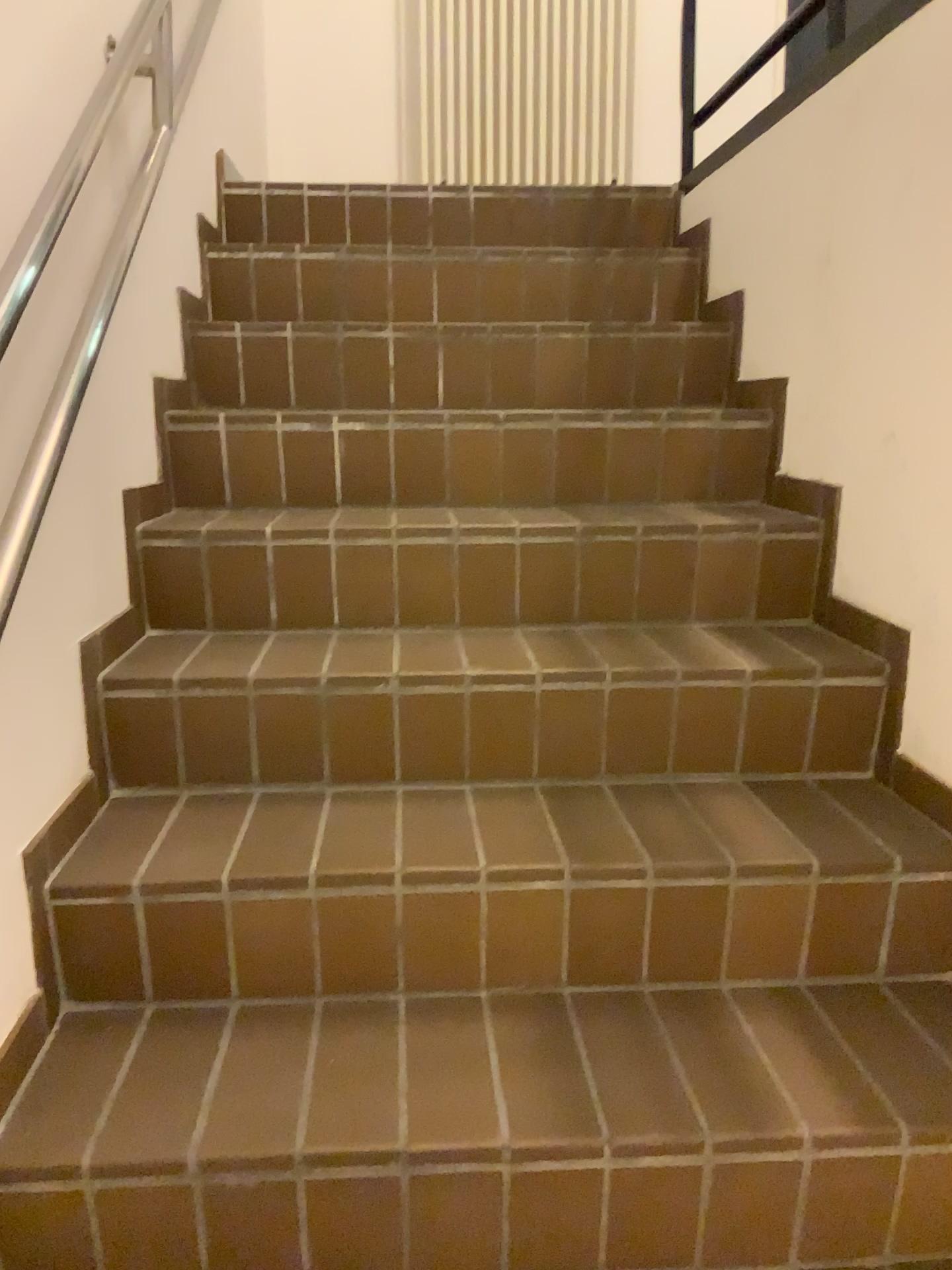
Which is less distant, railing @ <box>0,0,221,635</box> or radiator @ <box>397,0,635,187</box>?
railing @ <box>0,0,221,635</box>

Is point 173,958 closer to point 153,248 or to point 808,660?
point 808,660

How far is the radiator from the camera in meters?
3.6

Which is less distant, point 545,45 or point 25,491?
point 25,491

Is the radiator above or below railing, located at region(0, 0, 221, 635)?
above

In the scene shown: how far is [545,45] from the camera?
3.6m

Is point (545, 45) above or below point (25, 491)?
above
